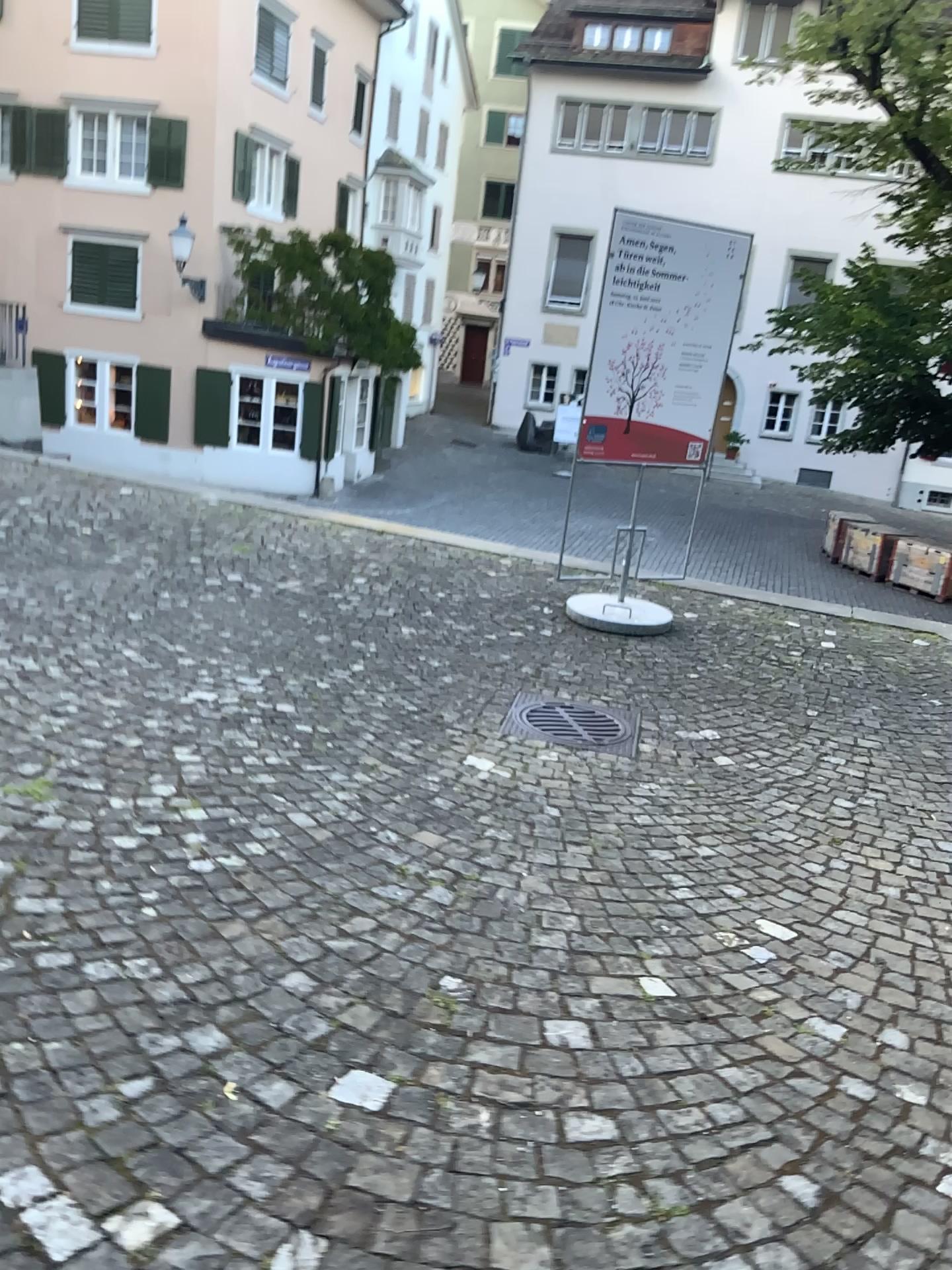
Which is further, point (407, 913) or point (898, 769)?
point (898, 769)
